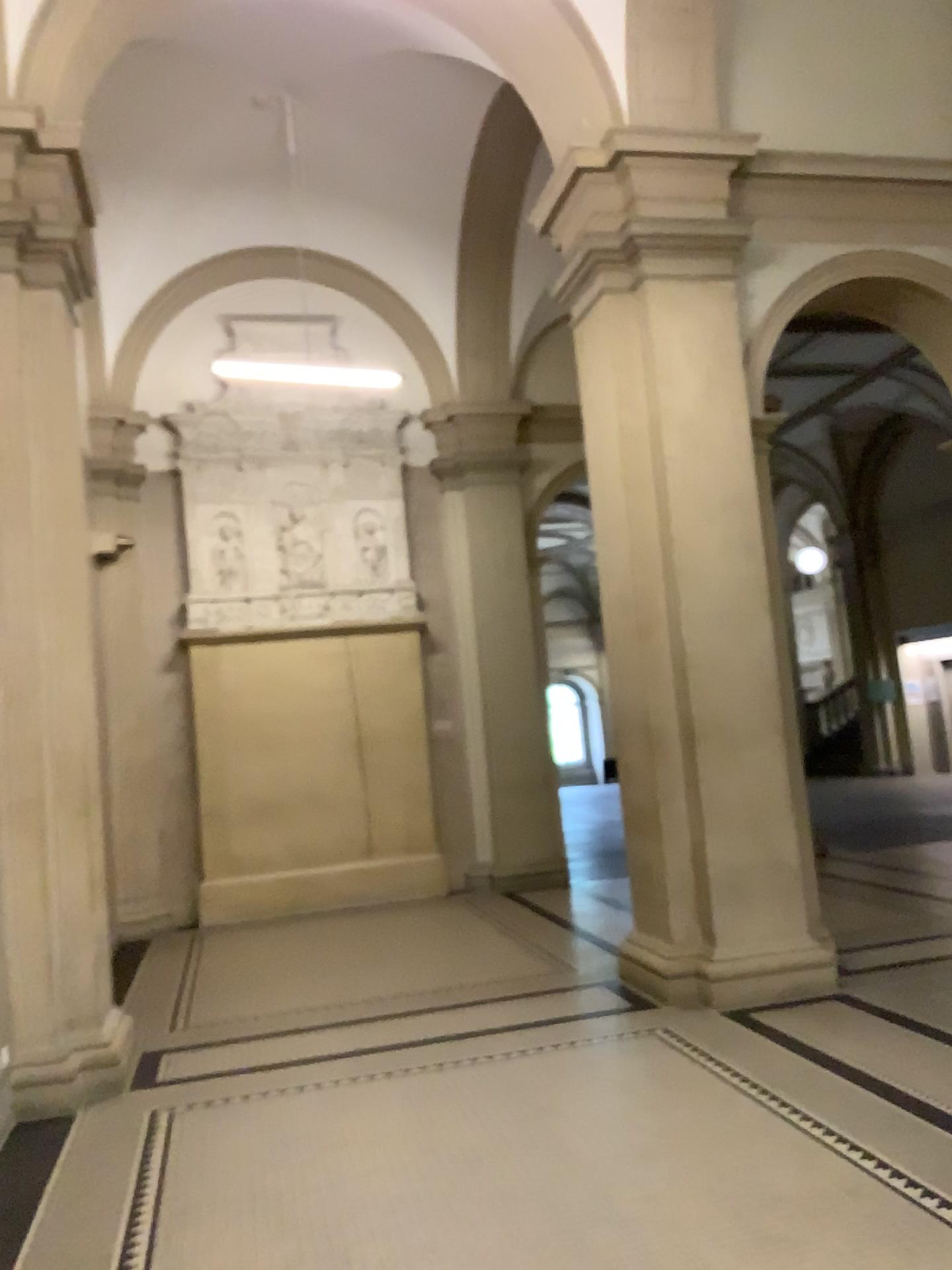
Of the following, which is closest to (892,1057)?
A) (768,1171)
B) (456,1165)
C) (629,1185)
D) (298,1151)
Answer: (768,1171)
